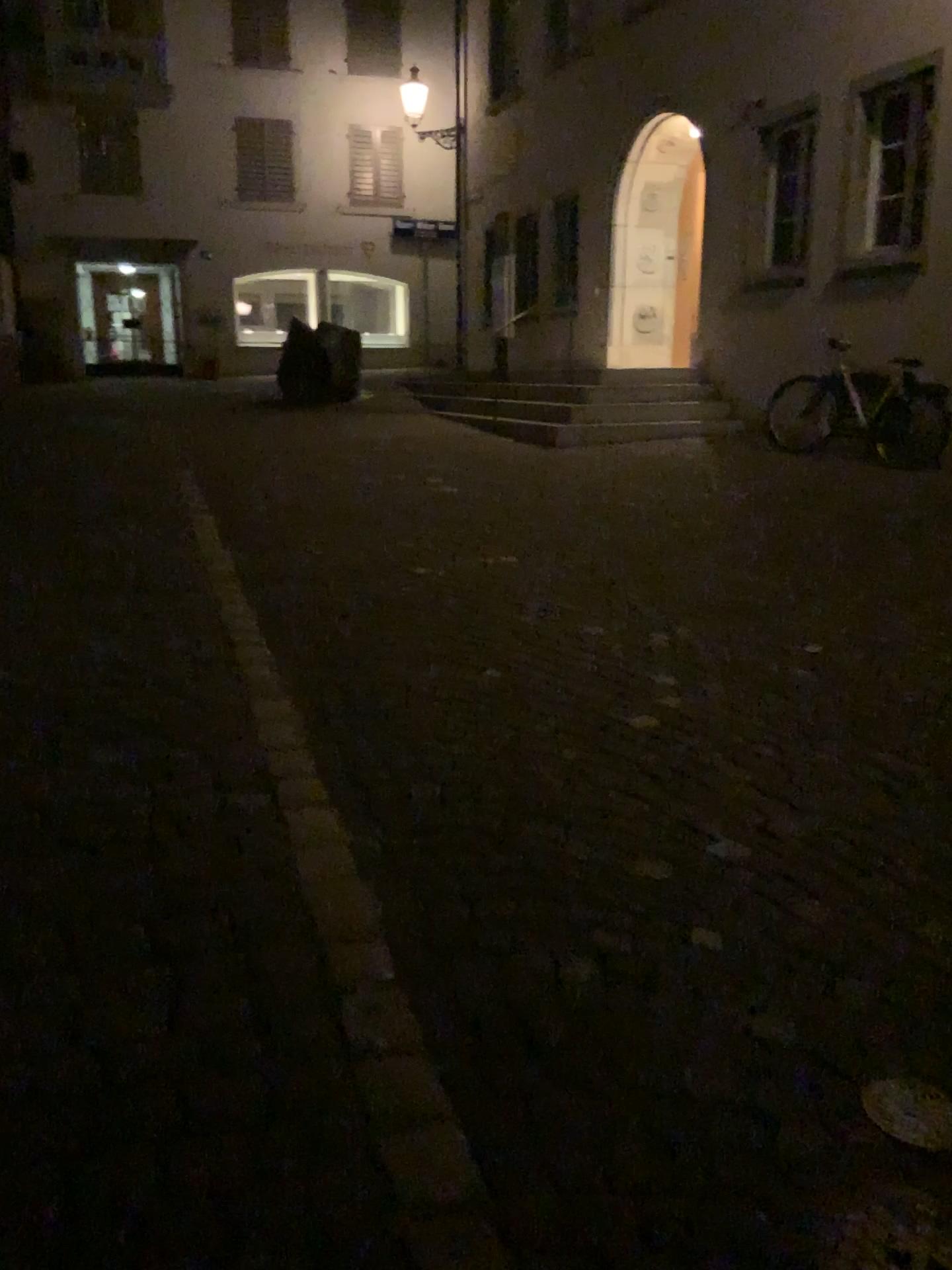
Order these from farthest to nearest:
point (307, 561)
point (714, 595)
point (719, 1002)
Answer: point (307, 561), point (714, 595), point (719, 1002)
